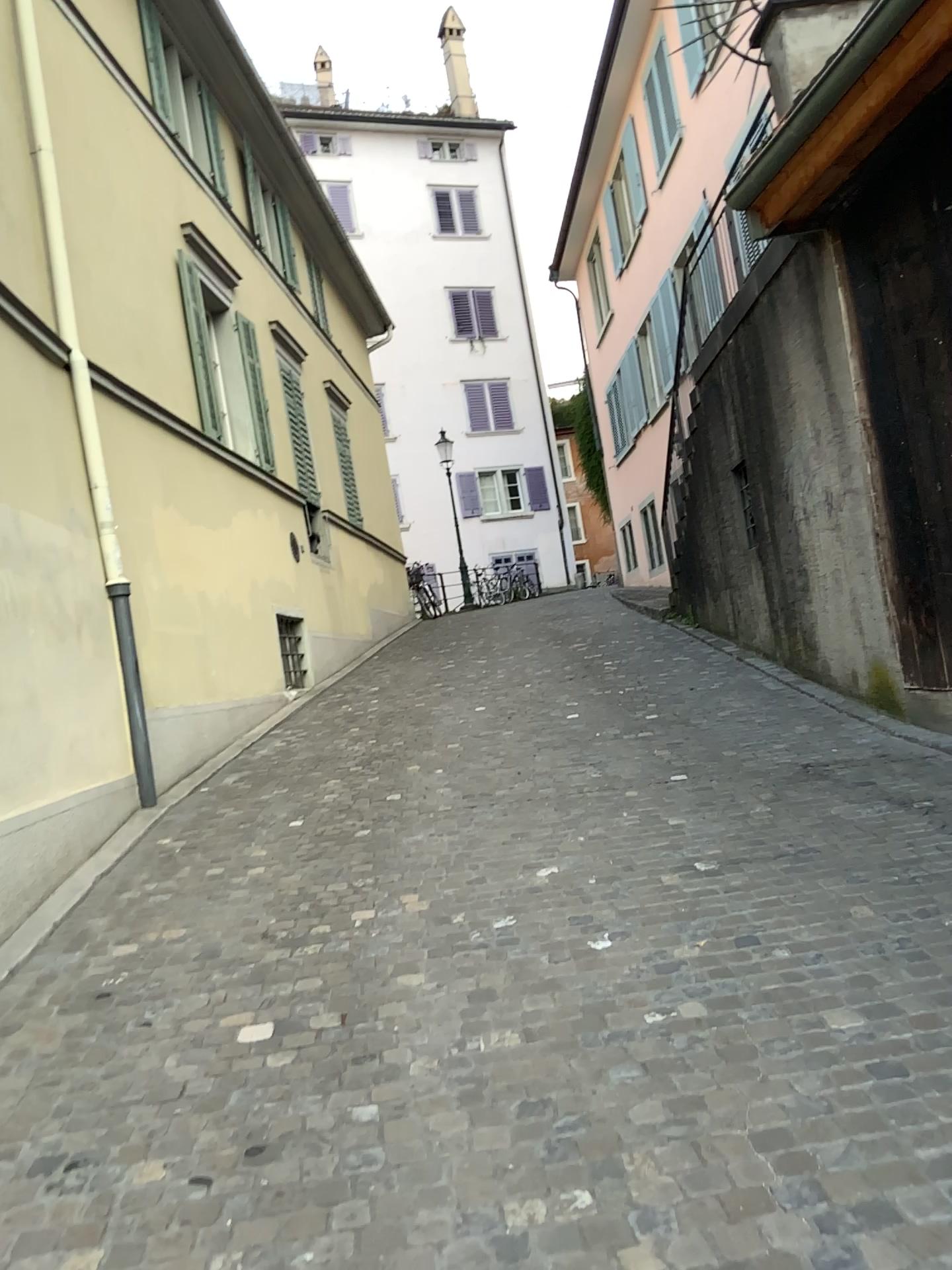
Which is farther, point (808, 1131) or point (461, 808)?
point (461, 808)
